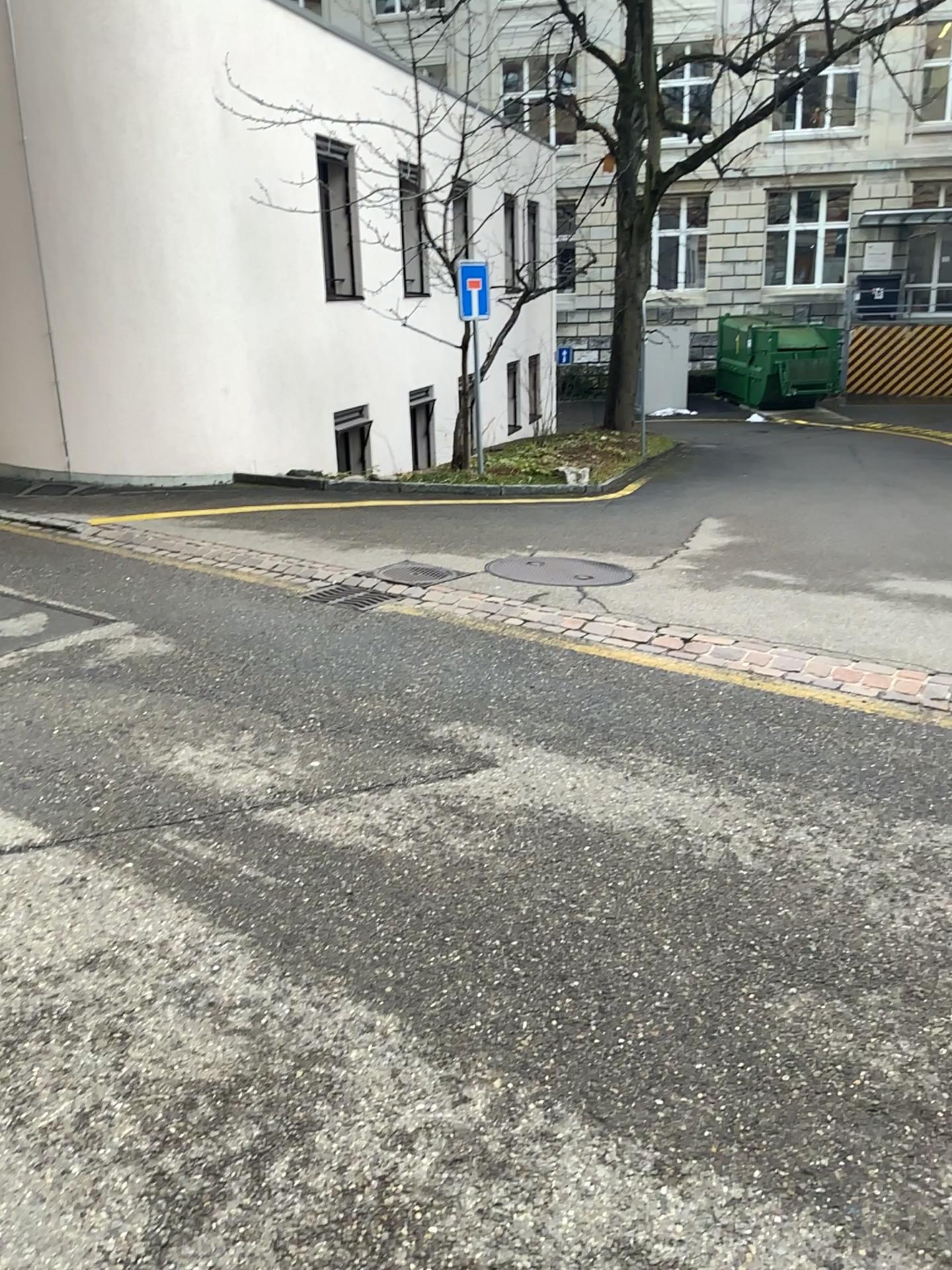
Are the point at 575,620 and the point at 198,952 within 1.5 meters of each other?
no
